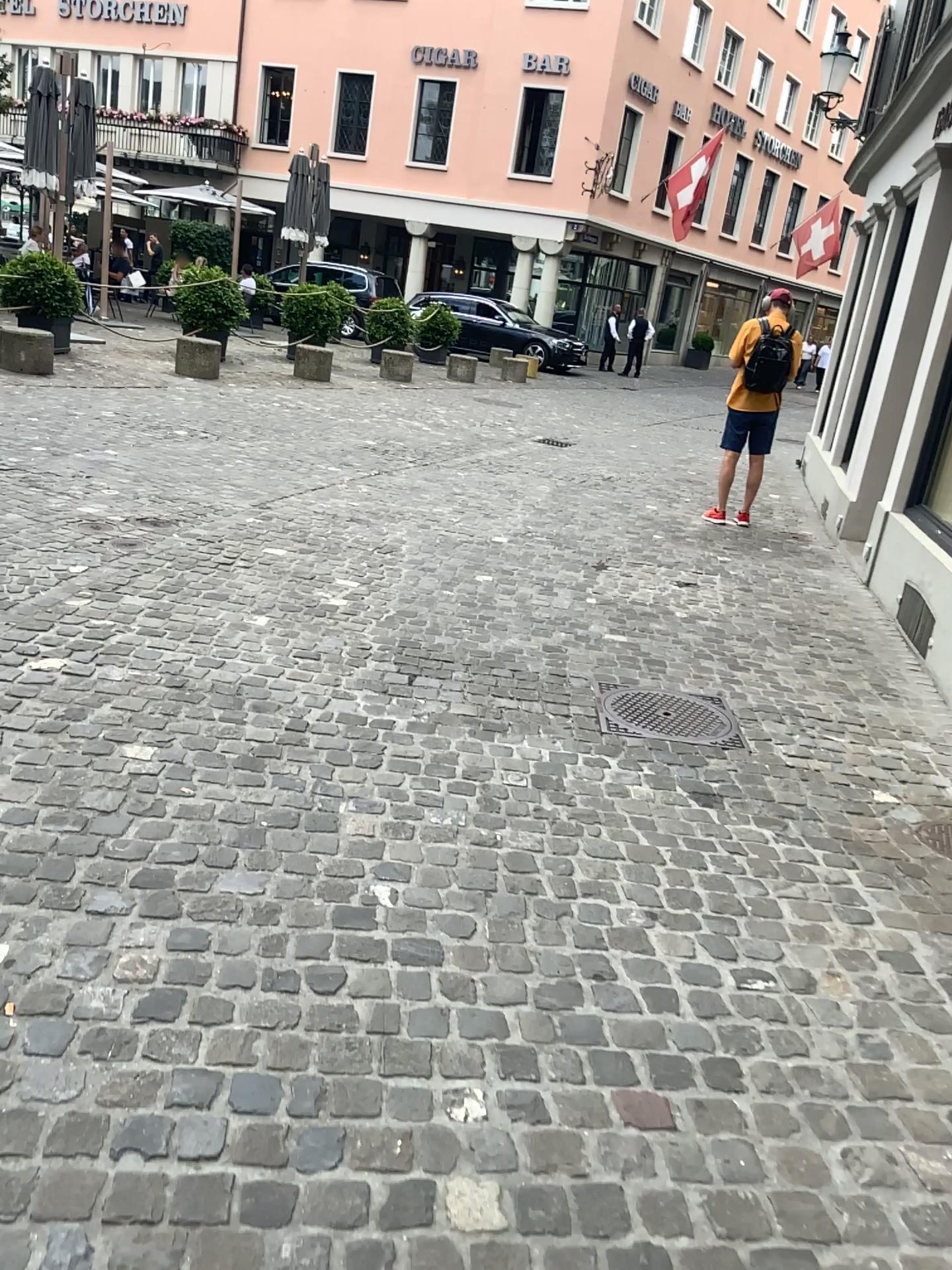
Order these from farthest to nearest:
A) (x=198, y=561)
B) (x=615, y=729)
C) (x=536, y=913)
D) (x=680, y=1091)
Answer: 1. (x=198, y=561)
2. (x=615, y=729)
3. (x=536, y=913)
4. (x=680, y=1091)
